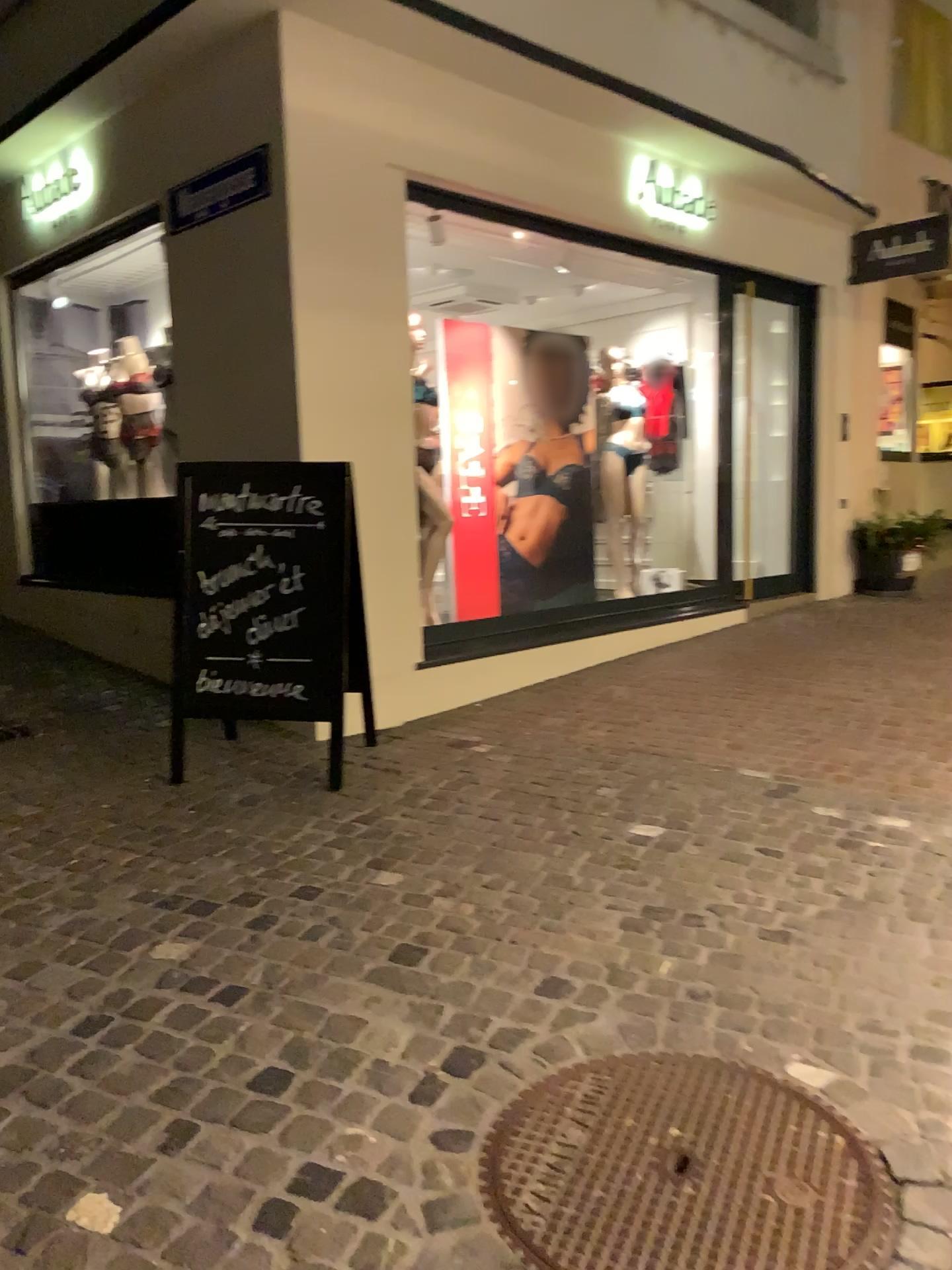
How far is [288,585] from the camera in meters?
4.0

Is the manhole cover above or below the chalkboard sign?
below

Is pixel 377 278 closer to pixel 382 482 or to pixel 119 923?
pixel 382 482

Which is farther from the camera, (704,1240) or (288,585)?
(288,585)

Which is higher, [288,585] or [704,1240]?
[288,585]

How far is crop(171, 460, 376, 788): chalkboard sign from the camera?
4.0m

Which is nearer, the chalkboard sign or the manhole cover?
the manhole cover
